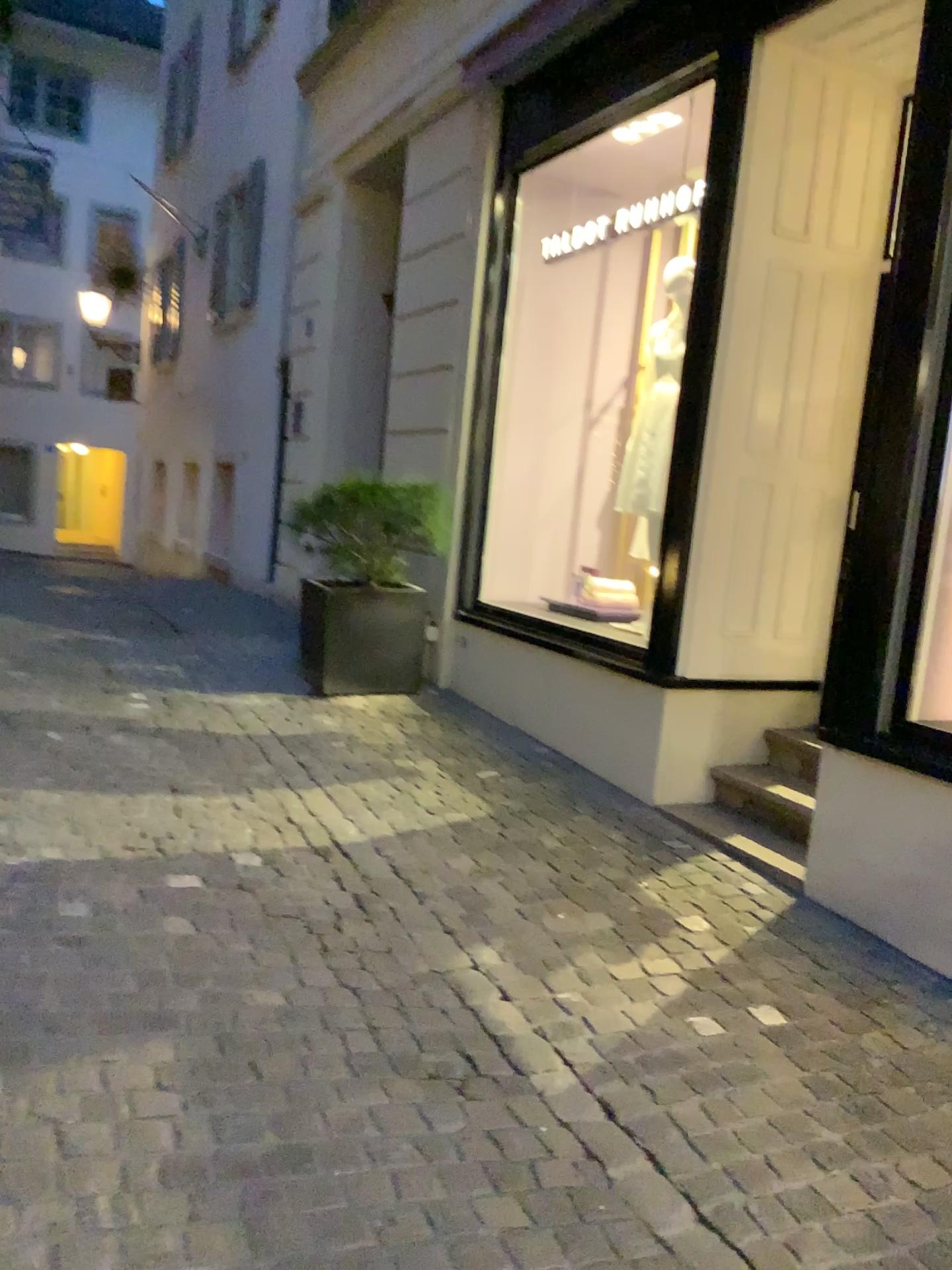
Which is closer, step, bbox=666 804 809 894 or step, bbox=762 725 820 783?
step, bbox=666 804 809 894

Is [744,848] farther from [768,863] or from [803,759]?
[803,759]

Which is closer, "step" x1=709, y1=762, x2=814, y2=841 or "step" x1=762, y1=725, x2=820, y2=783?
"step" x1=709, y1=762, x2=814, y2=841

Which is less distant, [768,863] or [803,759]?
[768,863]

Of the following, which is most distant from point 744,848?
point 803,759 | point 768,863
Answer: point 803,759

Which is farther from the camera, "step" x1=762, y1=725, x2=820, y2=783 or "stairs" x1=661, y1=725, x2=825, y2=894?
"step" x1=762, y1=725, x2=820, y2=783

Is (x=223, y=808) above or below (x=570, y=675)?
below
